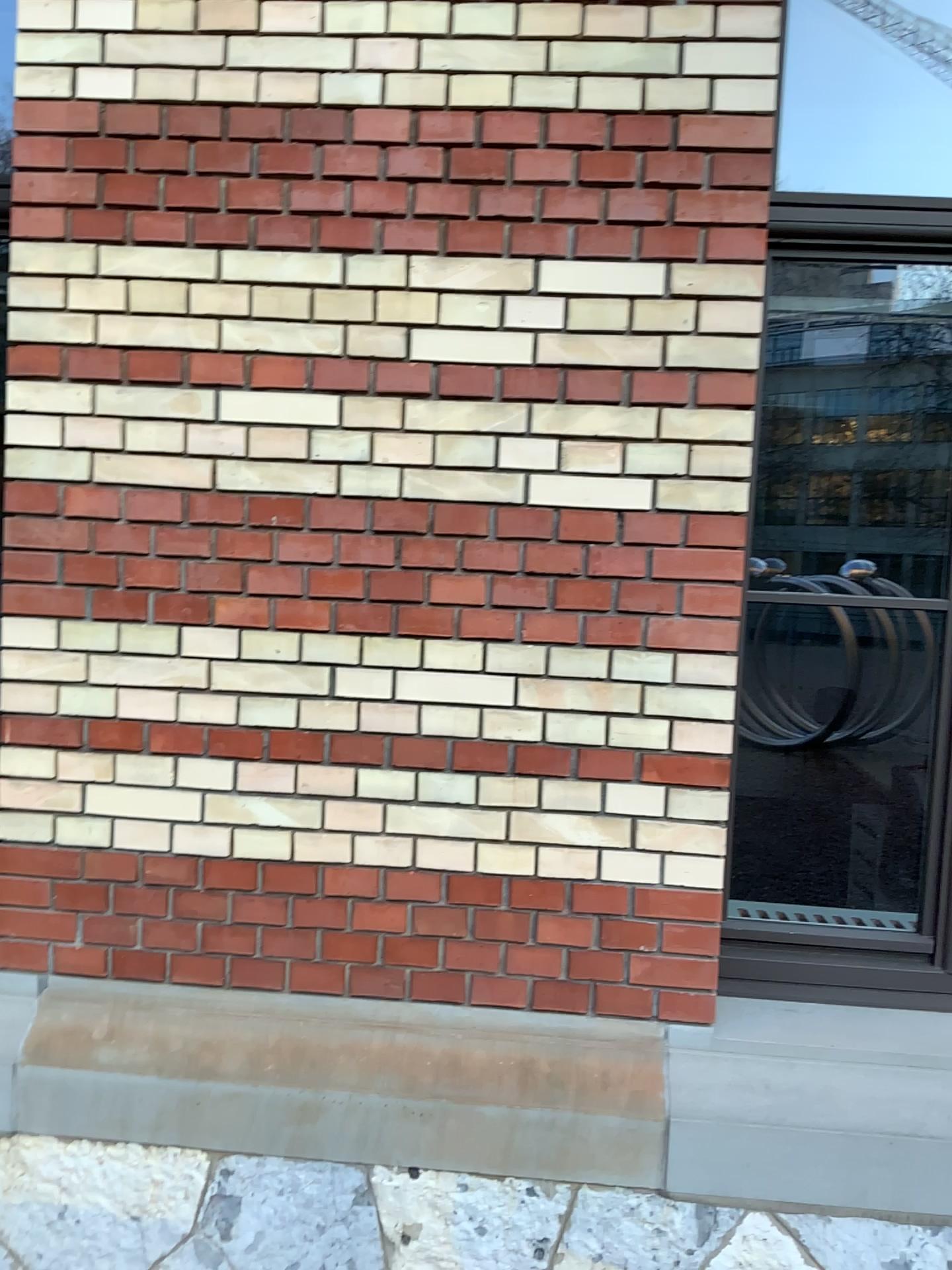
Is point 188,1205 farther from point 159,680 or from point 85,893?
point 159,680

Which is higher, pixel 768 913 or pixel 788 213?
pixel 788 213

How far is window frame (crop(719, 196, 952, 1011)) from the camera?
2.27m

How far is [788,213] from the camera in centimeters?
227cm
